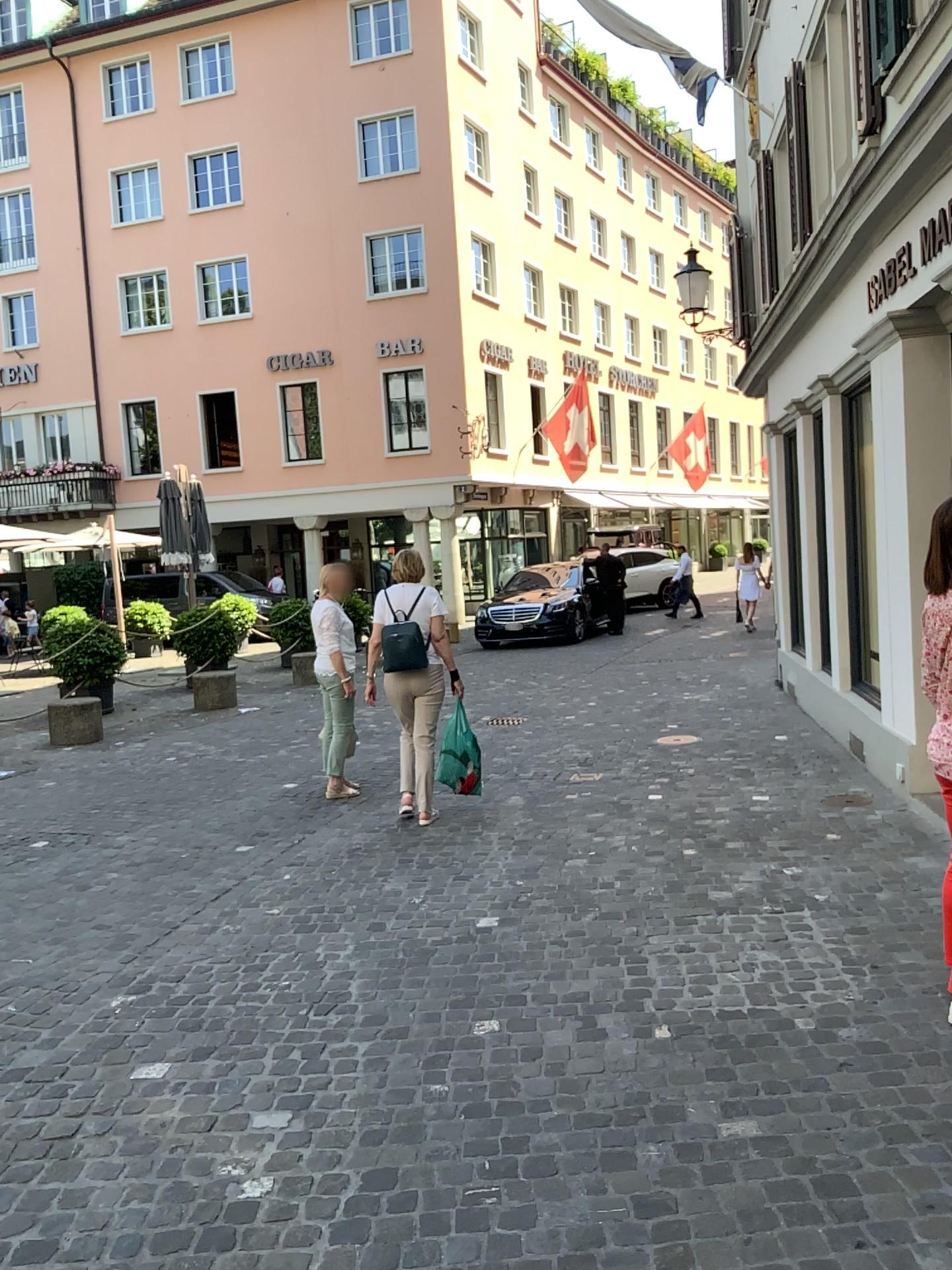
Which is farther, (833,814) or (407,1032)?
(833,814)
